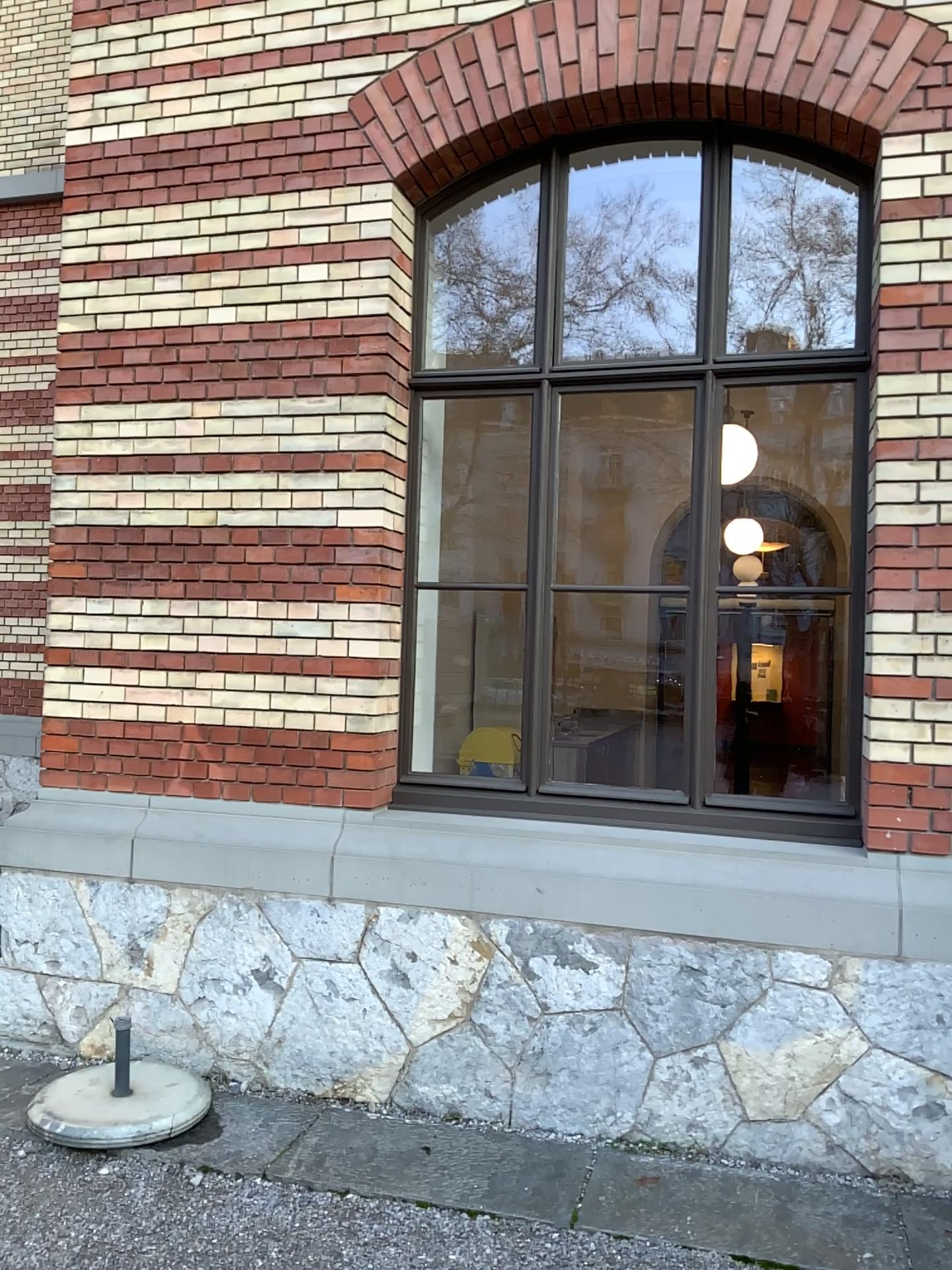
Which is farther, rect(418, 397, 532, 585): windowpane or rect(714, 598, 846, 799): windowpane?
rect(418, 397, 532, 585): windowpane

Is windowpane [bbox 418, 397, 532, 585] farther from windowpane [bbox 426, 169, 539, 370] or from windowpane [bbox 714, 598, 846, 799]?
windowpane [bbox 714, 598, 846, 799]

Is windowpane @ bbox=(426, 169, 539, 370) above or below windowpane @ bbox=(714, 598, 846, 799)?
above

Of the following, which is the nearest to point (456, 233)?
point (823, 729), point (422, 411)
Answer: point (422, 411)

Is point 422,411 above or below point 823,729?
above

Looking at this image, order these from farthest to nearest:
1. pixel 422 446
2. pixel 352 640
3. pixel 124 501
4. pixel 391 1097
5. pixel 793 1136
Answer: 1. pixel 422 446
2. pixel 124 501
3. pixel 352 640
4. pixel 391 1097
5. pixel 793 1136

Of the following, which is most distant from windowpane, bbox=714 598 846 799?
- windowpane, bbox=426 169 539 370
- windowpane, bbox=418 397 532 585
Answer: windowpane, bbox=426 169 539 370

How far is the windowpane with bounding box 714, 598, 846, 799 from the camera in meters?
3.7 m

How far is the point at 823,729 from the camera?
3.7 meters
